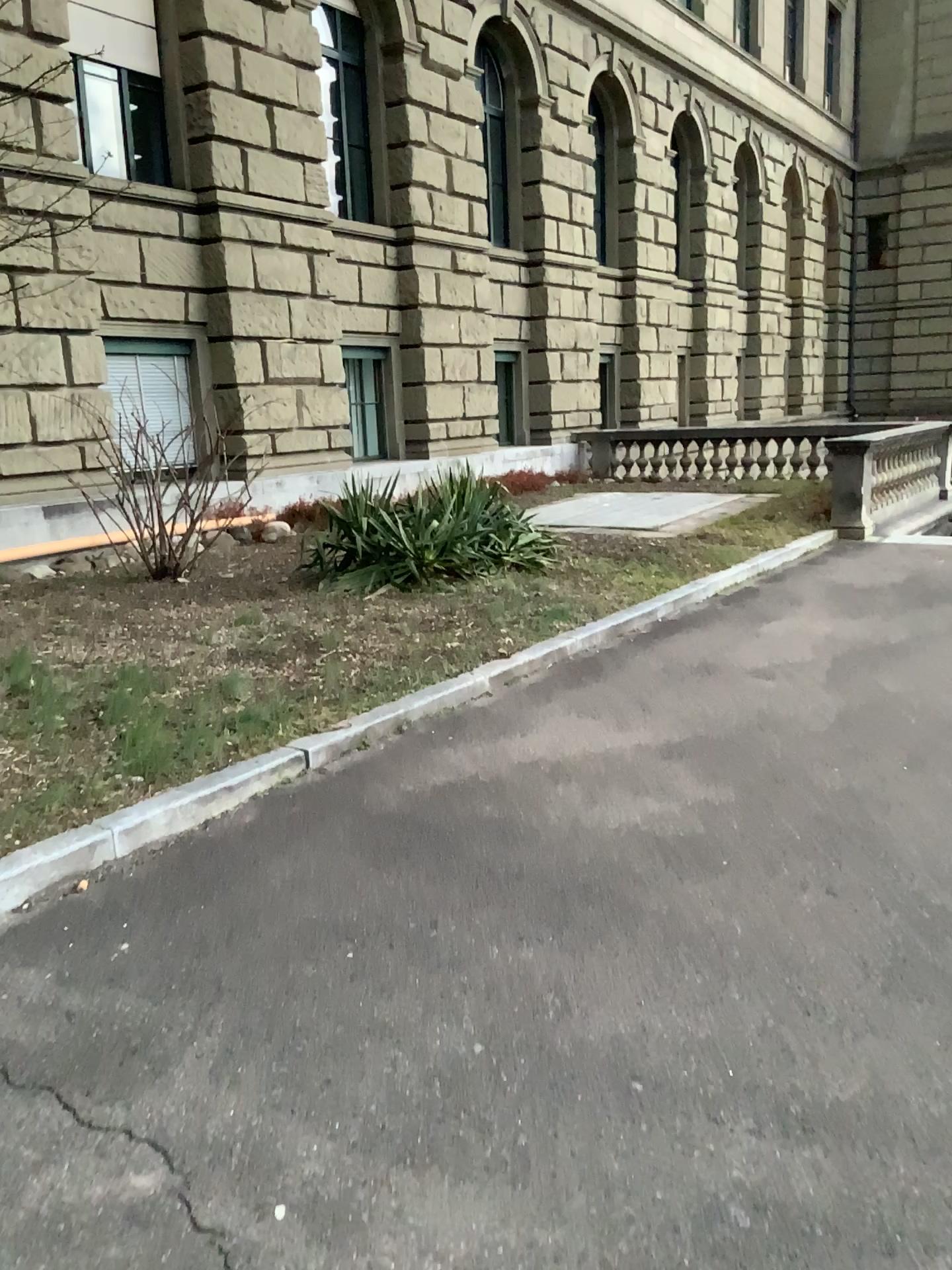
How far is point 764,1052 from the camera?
2.5m
